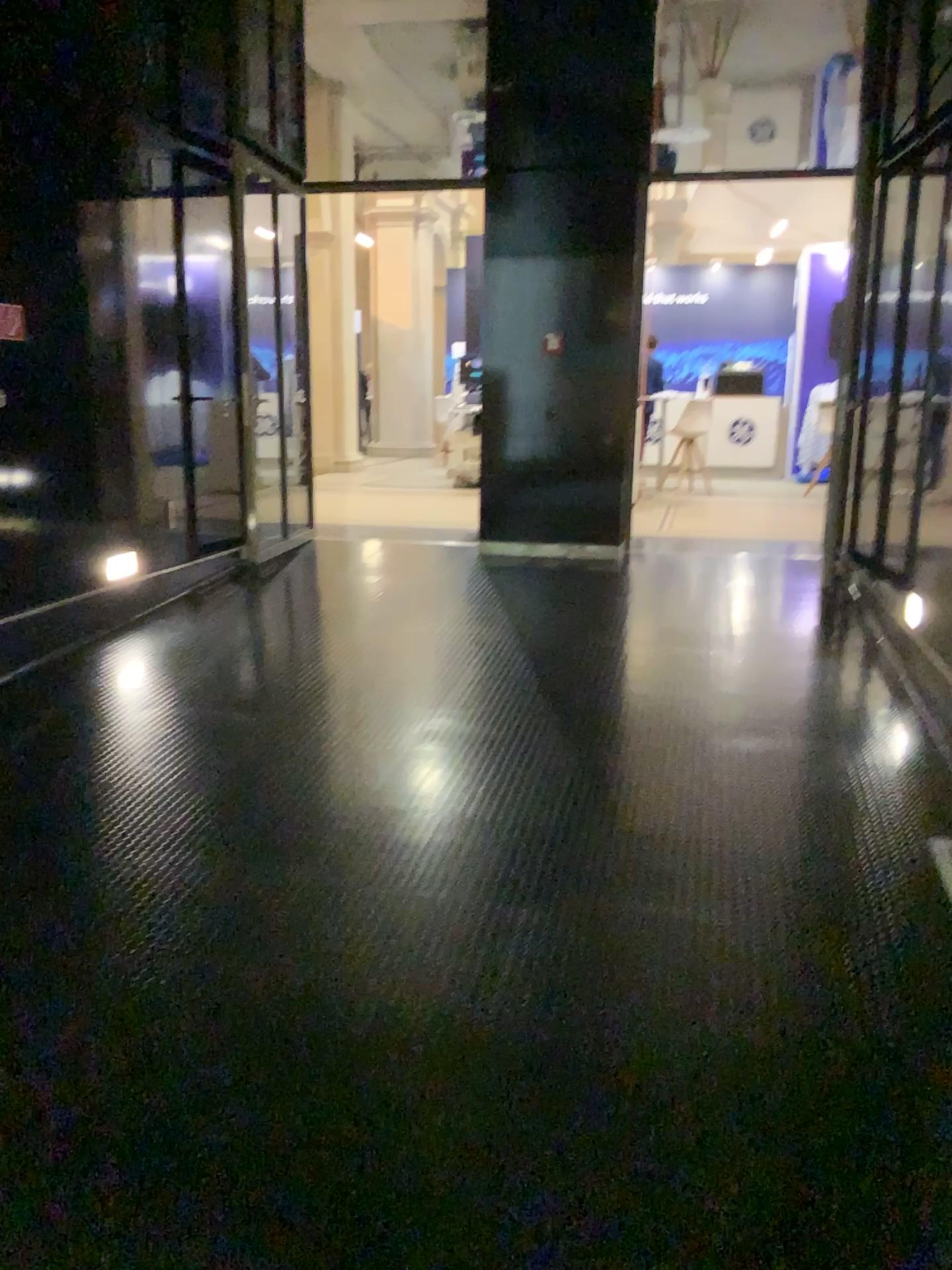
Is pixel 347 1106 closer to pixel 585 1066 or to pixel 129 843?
pixel 585 1066
